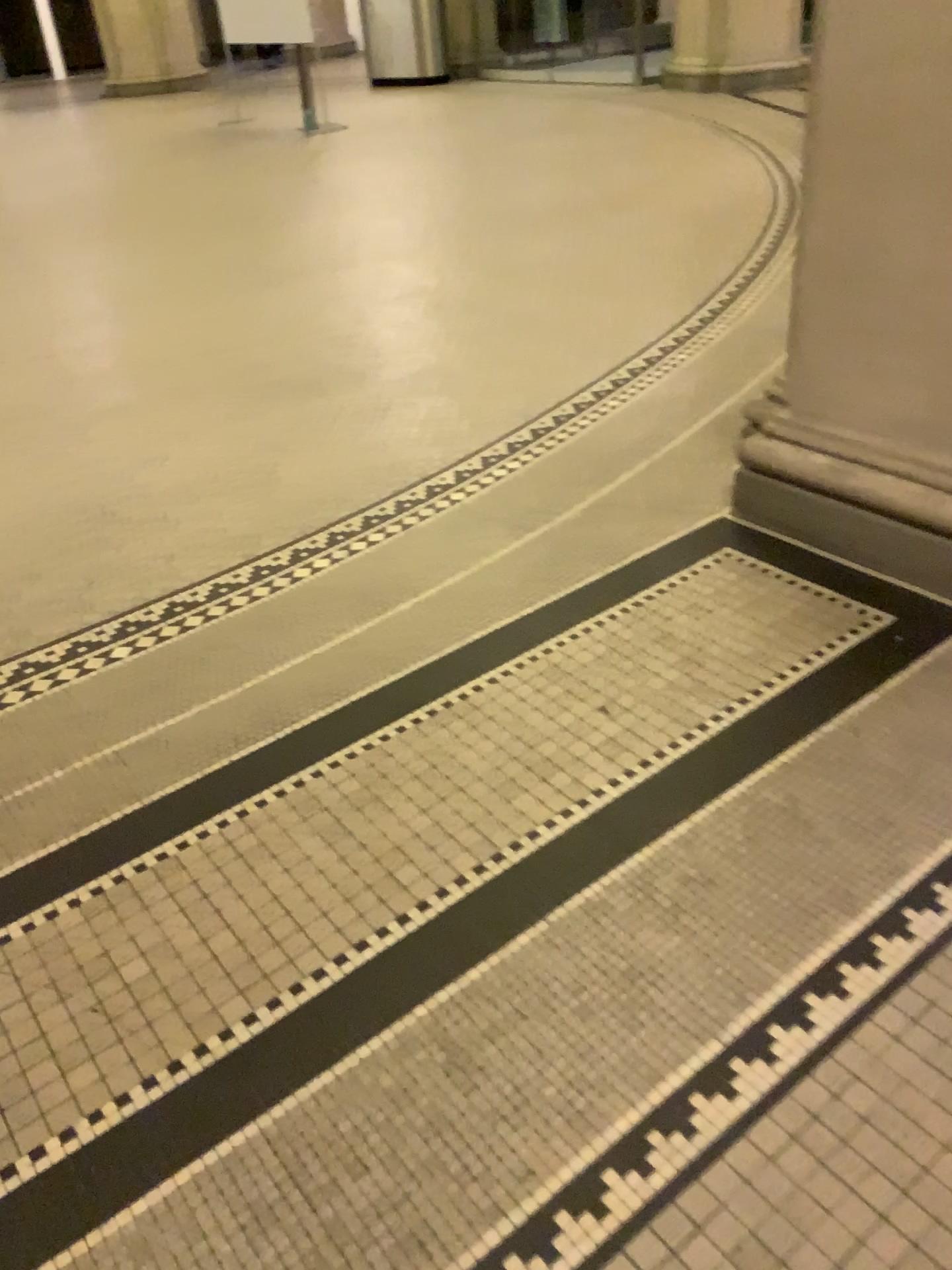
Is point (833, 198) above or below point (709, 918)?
above
